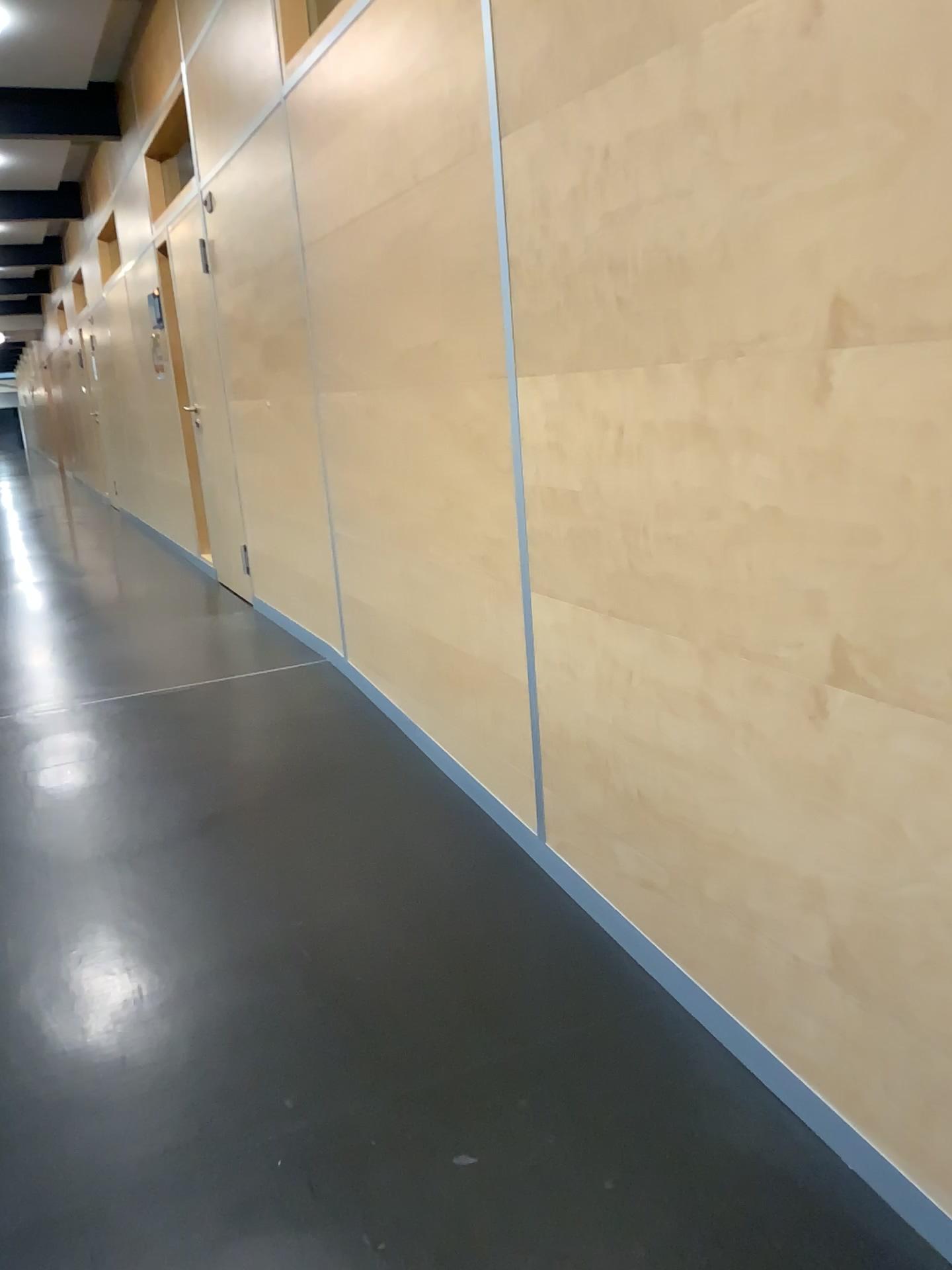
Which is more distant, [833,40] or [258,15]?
[258,15]

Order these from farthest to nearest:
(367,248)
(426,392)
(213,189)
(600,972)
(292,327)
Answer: (213,189) → (292,327) → (367,248) → (426,392) → (600,972)

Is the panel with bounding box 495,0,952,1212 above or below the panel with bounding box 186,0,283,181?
below

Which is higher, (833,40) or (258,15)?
(258,15)

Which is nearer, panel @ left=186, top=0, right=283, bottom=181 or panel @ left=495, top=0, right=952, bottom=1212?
panel @ left=495, top=0, right=952, bottom=1212
